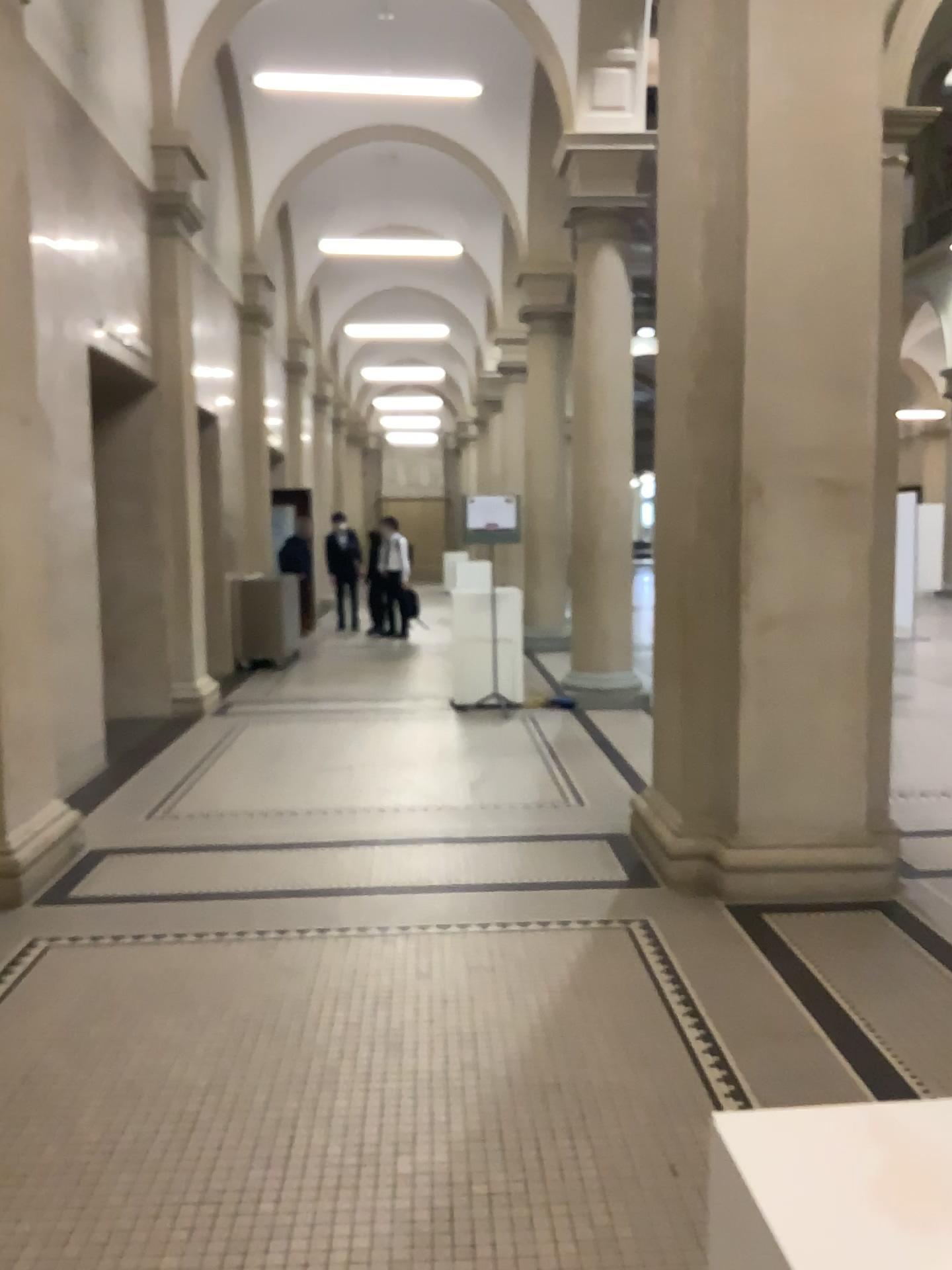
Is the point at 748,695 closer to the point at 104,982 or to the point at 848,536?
the point at 848,536

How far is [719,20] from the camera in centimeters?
422cm

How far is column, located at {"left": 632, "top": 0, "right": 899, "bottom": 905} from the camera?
4.2 meters
